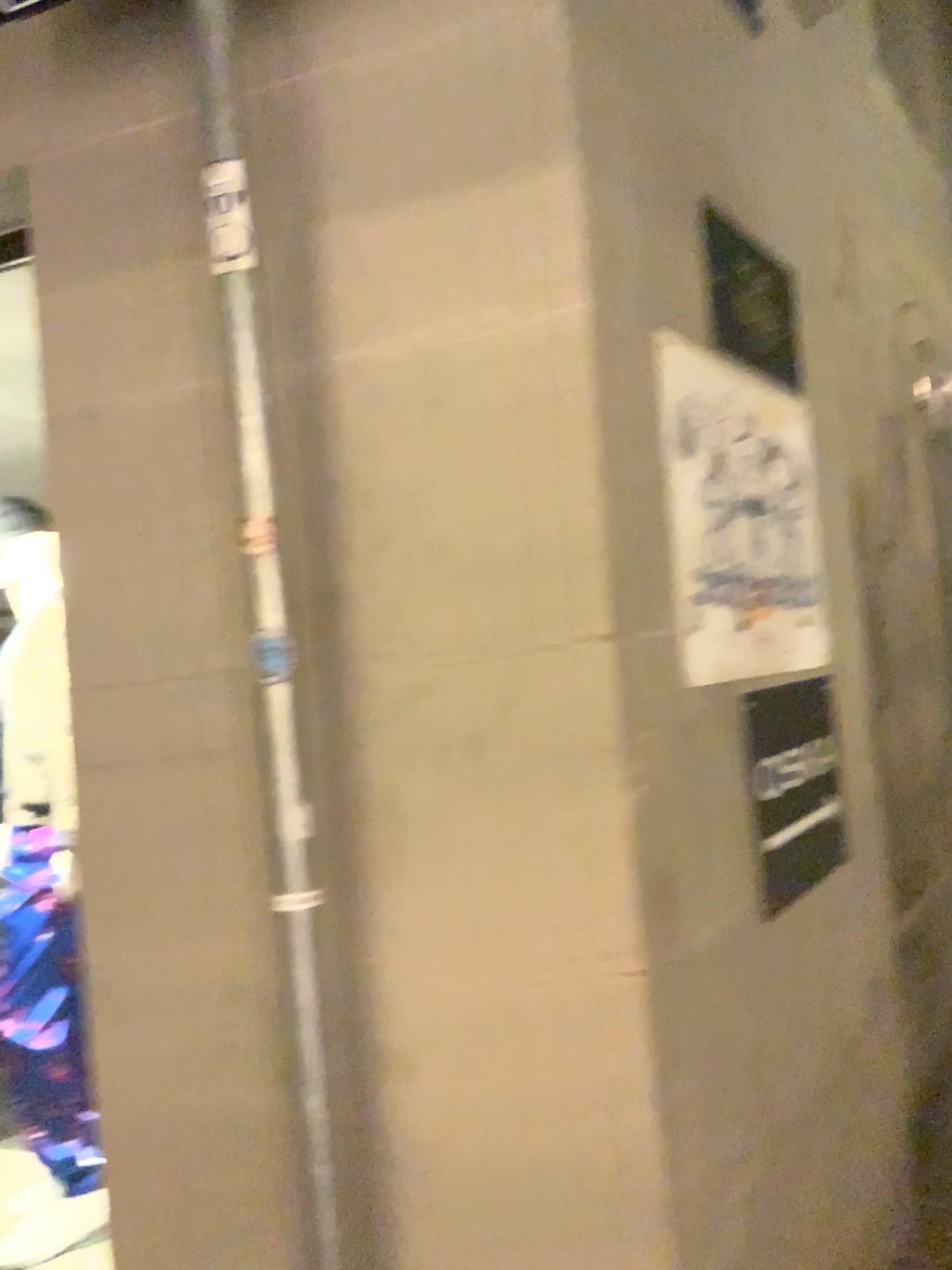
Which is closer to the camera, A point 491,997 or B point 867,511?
A point 491,997
